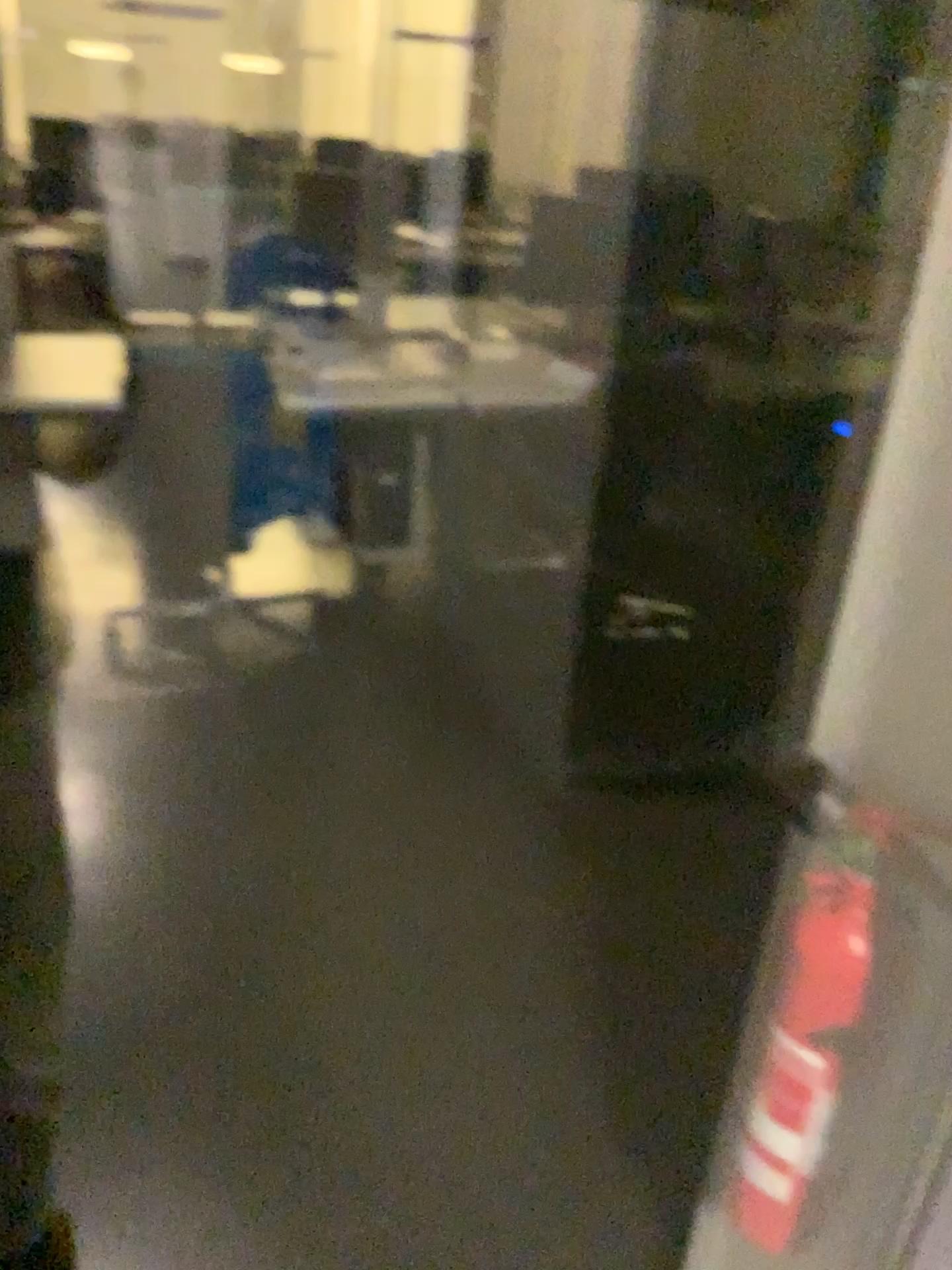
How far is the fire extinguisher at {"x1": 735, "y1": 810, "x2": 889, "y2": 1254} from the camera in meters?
0.9 m

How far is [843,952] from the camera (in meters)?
0.94

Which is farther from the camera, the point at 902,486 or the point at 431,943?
the point at 431,943
